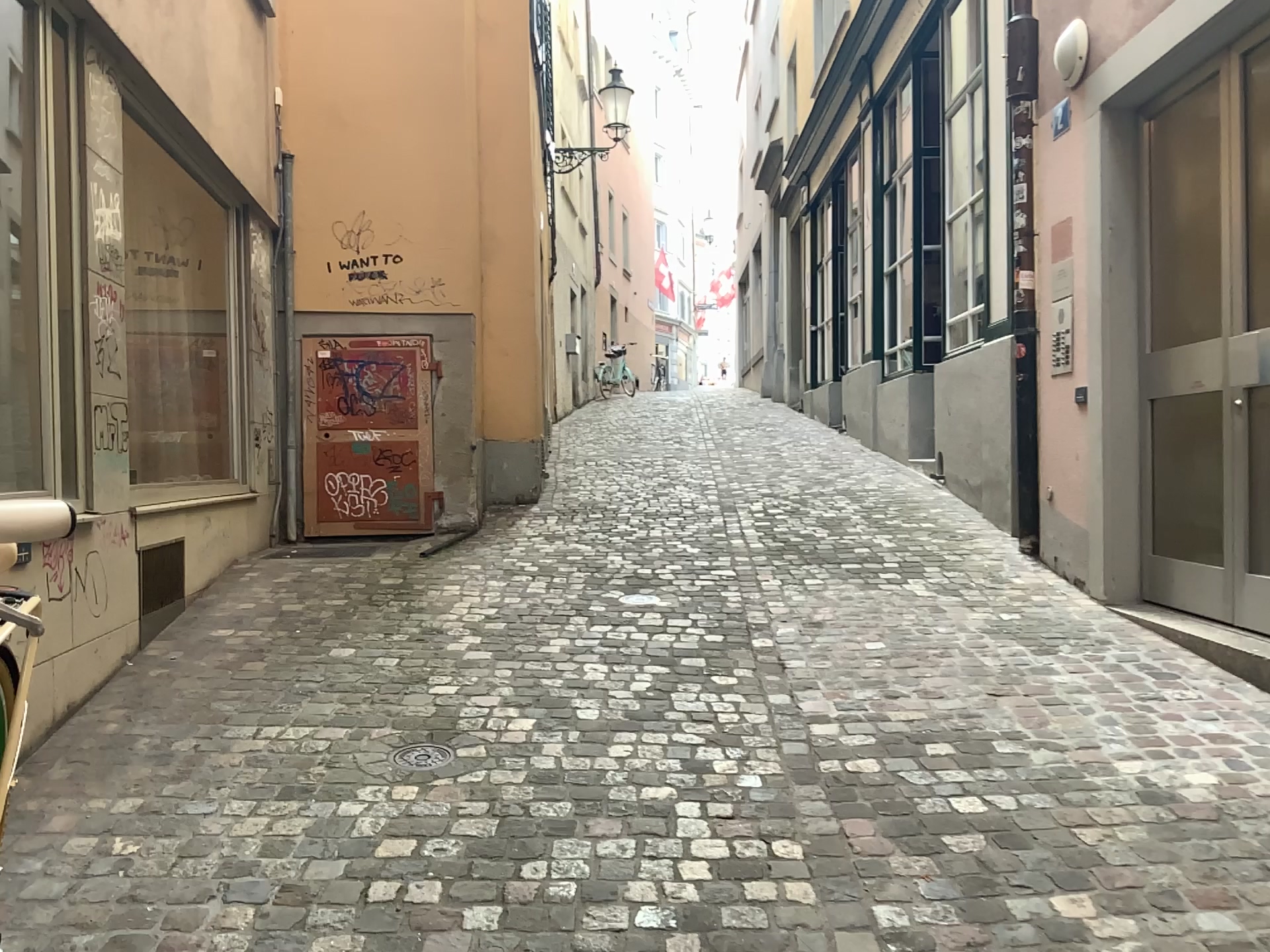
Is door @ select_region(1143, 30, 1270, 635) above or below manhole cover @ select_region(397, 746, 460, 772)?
above

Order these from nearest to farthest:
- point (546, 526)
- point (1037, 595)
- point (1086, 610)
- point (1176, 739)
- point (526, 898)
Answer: point (526, 898), point (1176, 739), point (1086, 610), point (1037, 595), point (546, 526)

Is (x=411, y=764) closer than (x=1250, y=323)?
Yes

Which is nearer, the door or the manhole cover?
the manhole cover

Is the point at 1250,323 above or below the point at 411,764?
above
